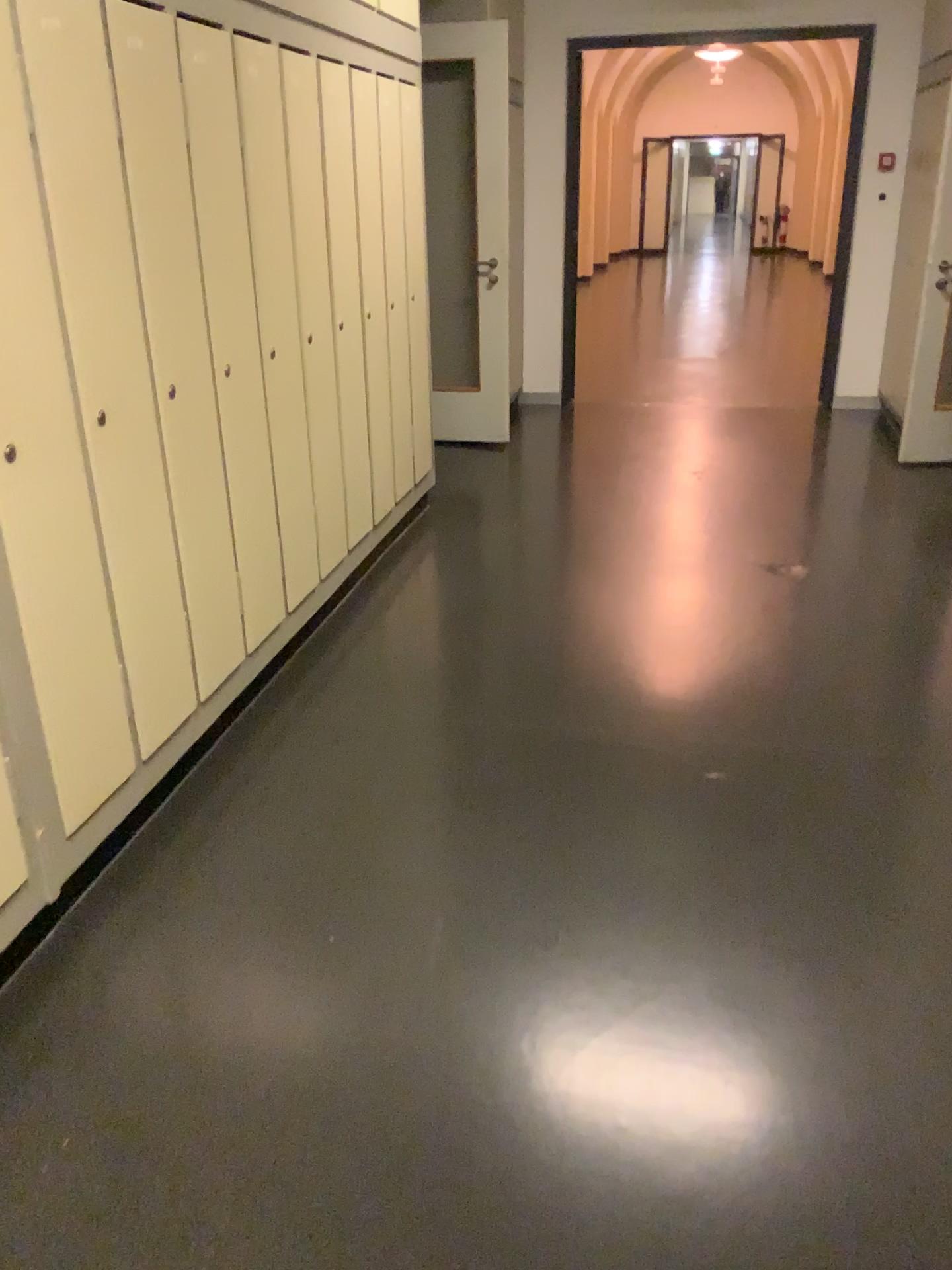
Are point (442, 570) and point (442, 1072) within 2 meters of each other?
no

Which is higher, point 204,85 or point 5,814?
point 204,85

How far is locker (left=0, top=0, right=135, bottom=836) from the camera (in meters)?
1.85

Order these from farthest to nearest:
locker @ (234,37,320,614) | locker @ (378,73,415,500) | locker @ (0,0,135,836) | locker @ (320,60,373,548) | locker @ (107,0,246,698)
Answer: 1. locker @ (378,73,415,500)
2. locker @ (320,60,373,548)
3. locker @ (234,37,320,614)
4. locker @ (107,0,246,698)
5. locker @ (0,0,135,836)

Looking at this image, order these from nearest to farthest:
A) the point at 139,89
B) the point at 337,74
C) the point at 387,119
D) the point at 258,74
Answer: the point at 139,89, the point at 258,74, the point at 337,74, the point at 387,119

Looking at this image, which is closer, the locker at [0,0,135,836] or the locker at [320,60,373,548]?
the locker at [0,0,135,836]

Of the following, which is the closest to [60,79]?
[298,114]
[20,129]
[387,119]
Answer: [20,129]

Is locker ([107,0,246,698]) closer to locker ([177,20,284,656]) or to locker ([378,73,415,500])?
locker ([177,20,284,656])

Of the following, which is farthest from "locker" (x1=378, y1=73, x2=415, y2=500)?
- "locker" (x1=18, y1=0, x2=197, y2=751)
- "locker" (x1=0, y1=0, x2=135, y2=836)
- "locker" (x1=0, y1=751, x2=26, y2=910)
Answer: "locker" (x1=0, y1=751, x2=26, y2=910)

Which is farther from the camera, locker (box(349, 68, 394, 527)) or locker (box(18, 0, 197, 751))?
locker (box(349, 68, 394, 527))
